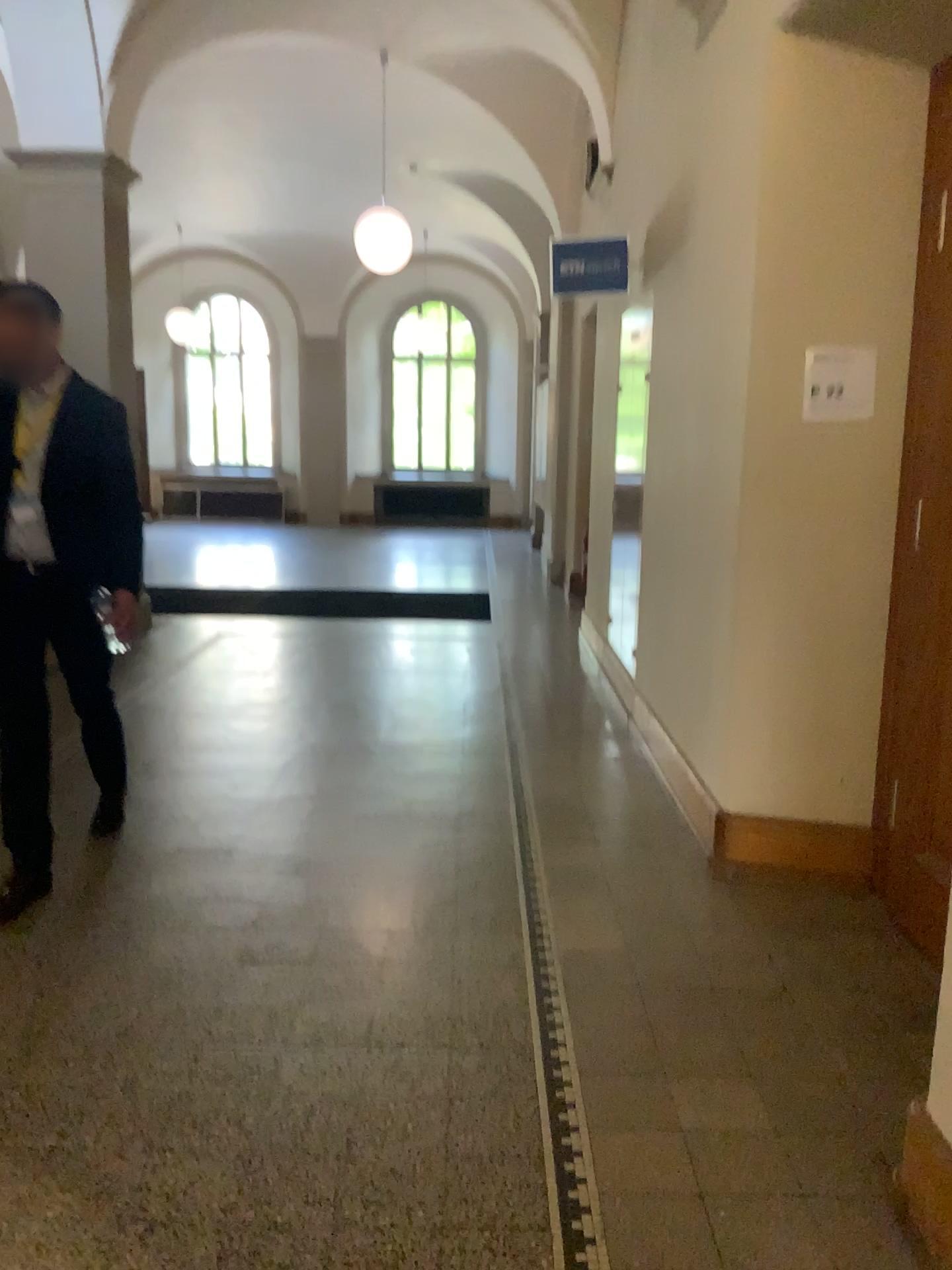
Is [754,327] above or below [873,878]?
above

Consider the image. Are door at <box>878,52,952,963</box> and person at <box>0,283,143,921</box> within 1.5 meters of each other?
no

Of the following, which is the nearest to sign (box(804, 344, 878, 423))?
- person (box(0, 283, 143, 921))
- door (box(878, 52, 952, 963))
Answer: door (box(878, 52, 952, 963))

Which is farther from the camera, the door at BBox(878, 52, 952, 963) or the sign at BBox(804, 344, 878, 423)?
the sign at BBox(804, 344, 878, 423)

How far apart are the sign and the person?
2.18m

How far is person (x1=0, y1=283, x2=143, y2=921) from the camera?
3.3m

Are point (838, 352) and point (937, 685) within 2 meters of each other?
yes

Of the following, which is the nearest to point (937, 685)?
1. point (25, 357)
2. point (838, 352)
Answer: point (838, 352)

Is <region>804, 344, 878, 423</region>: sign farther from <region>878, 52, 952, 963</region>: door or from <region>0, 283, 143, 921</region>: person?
<region>0, 283, 143, 921</region>: person

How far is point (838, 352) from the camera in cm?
329
